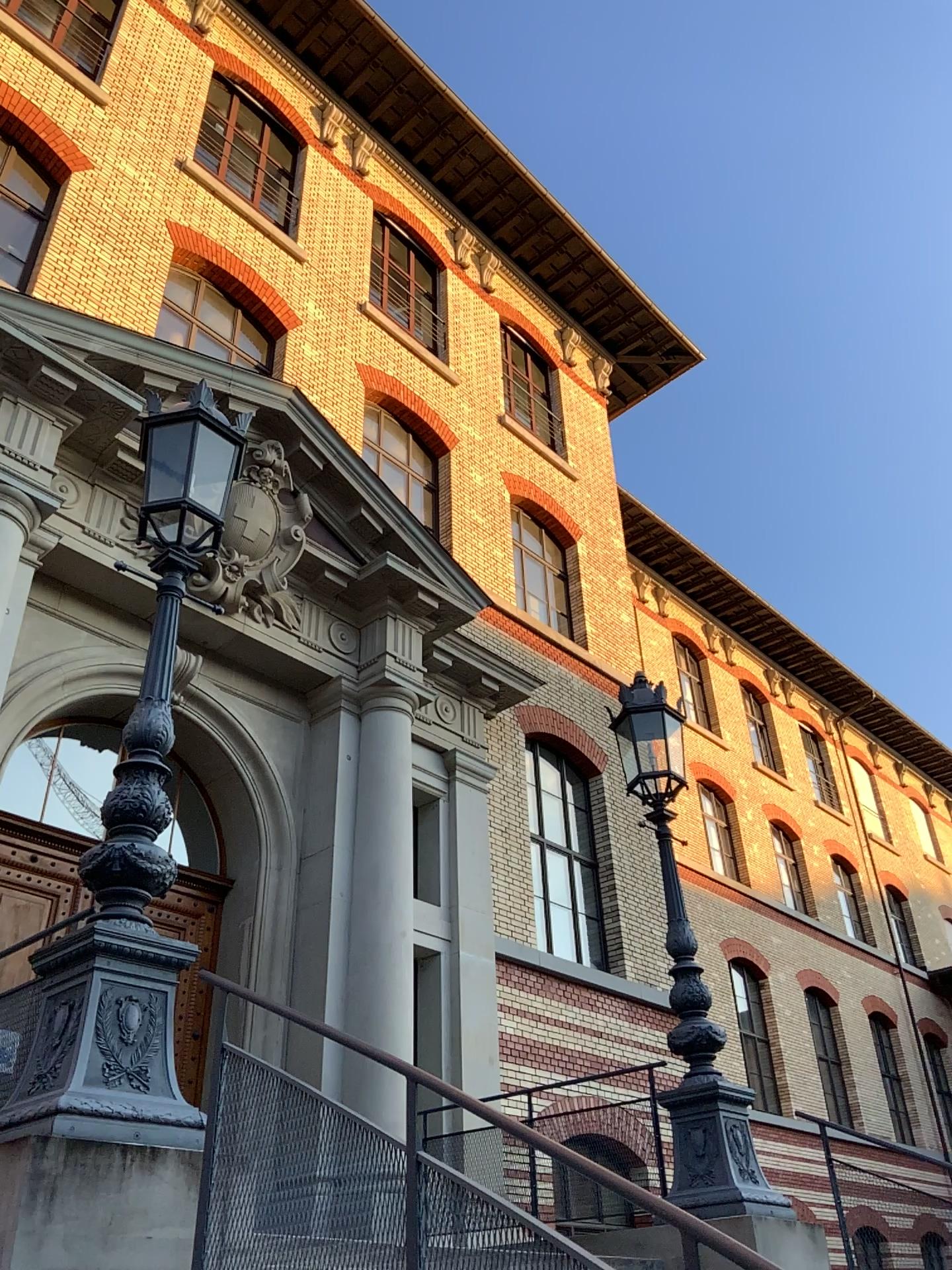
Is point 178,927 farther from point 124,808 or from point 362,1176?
point 362,1176
